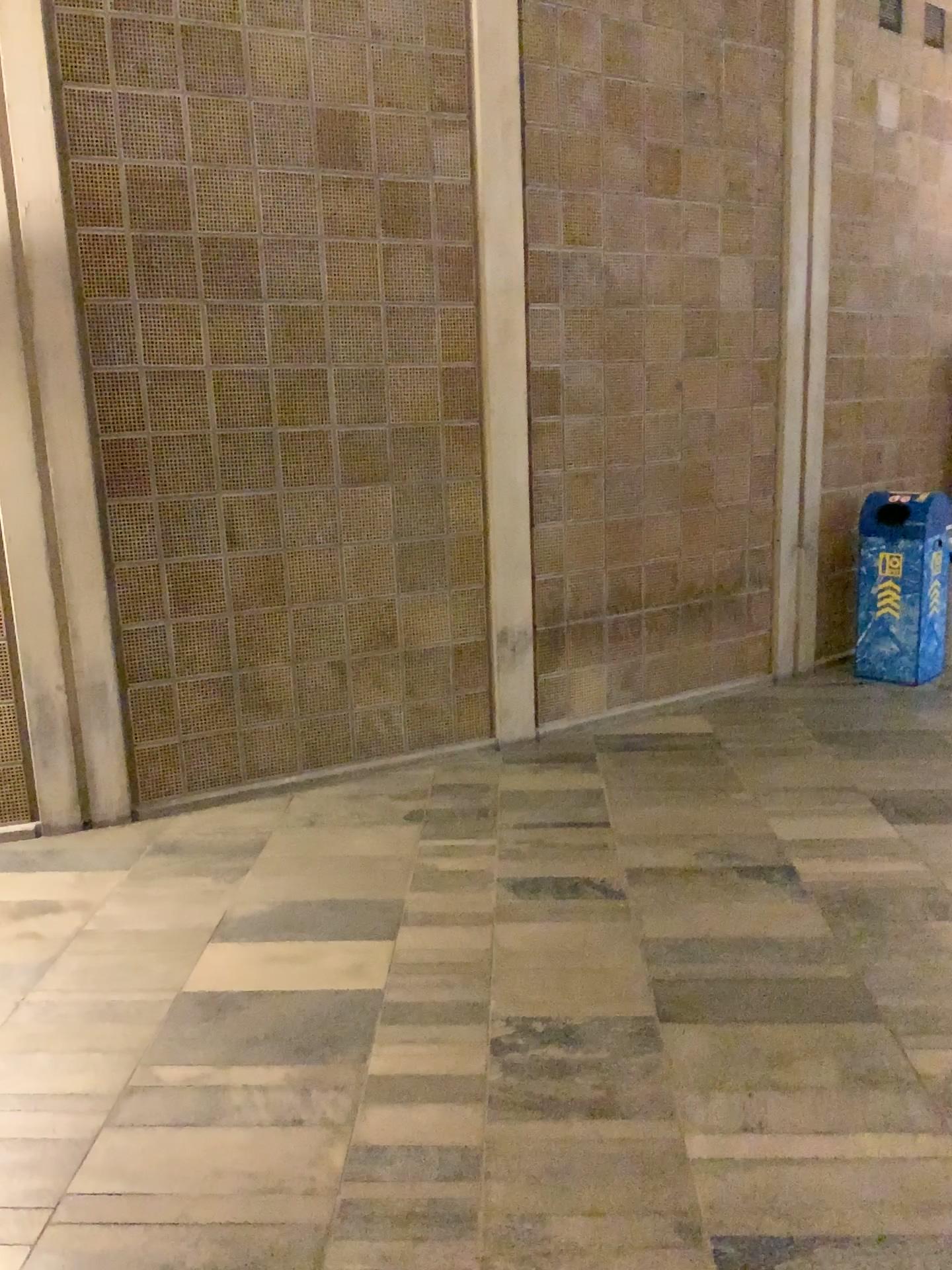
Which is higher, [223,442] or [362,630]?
[223,442]
